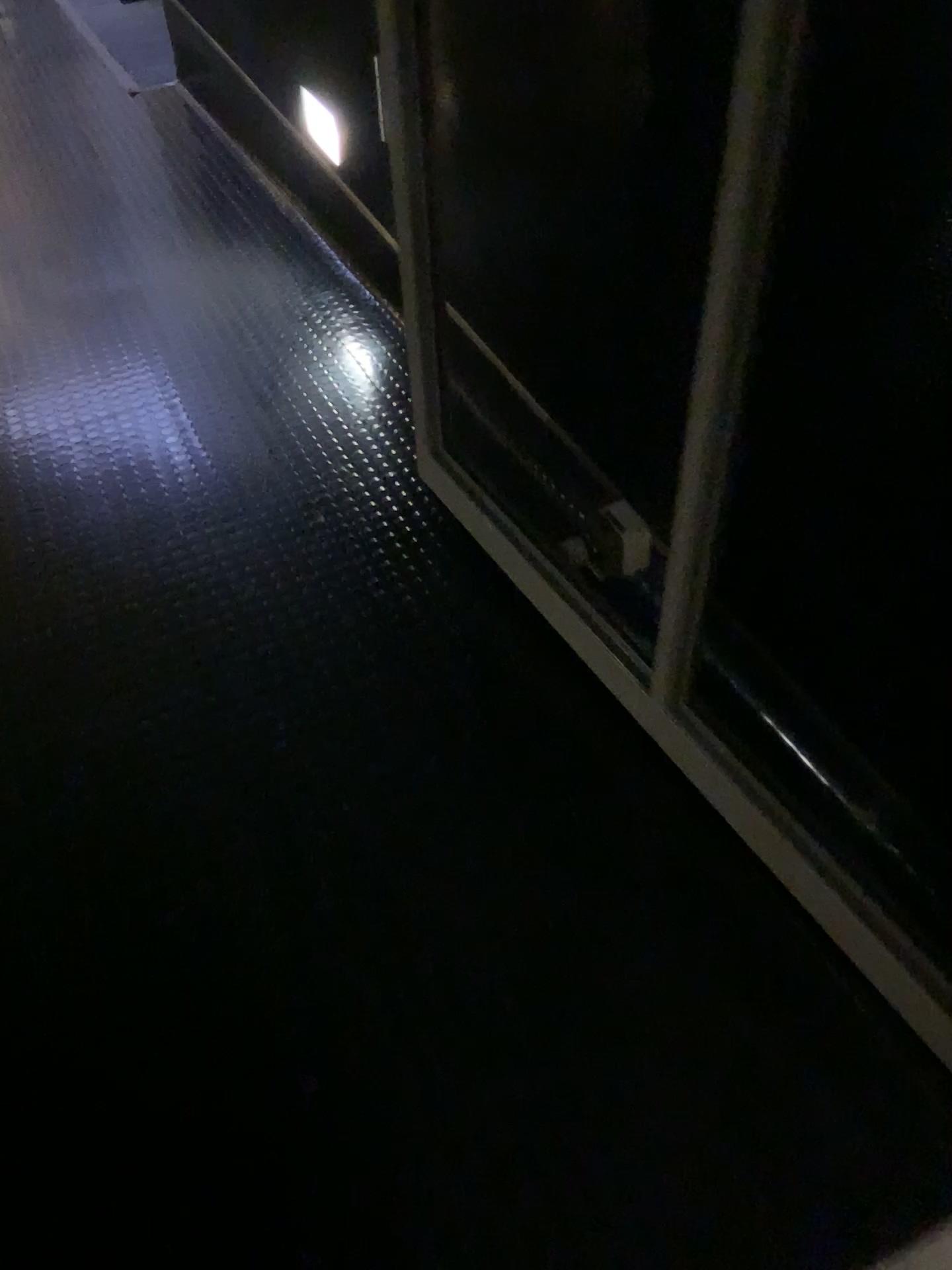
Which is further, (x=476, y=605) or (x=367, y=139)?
(x=367, y=139)
